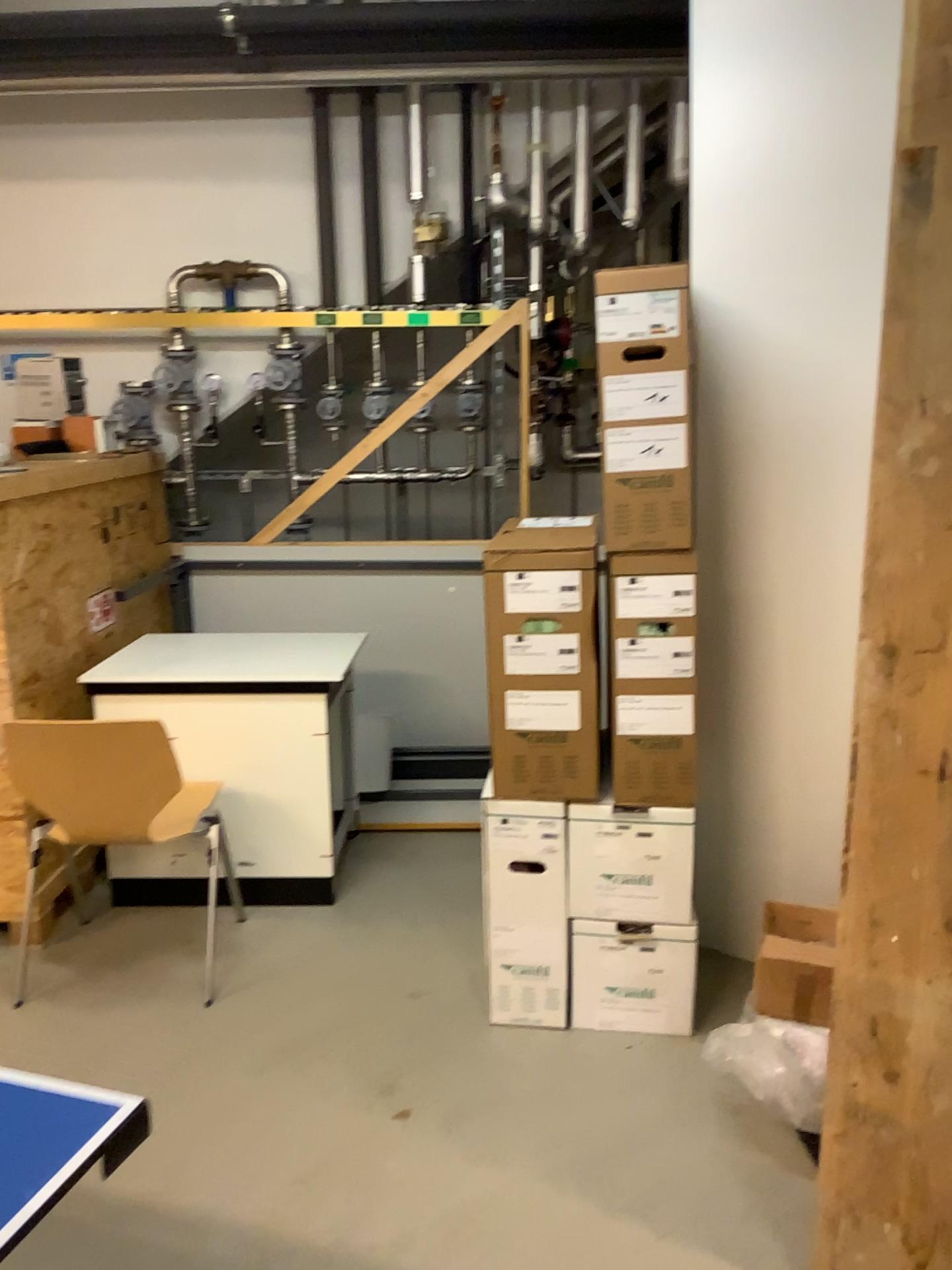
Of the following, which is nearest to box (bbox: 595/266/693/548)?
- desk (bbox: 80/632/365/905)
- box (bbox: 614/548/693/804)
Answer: box (bbox: 614/548/693/804)

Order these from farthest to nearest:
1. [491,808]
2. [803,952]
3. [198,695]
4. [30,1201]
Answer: [198,695]
[491,808]
[803,952]
[30,1201]

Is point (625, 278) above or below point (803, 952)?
above

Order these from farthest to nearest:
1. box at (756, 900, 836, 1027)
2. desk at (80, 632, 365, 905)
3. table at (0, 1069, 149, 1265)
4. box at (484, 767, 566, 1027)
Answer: desk at (80, 632, 365, 905) < box at (484, 767, 566, 1027) < box at (756, 900, 836, 1027) < table at (0, 1069, 149, 1265)

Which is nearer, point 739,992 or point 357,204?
point 739,992

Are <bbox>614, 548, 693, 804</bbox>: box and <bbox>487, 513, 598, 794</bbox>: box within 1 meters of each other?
yes

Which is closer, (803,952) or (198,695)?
(803,952)

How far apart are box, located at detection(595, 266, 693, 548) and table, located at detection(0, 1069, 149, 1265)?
1.5 meters

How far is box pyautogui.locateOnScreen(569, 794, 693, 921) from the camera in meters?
2.5 m

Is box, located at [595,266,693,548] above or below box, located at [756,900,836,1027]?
above
